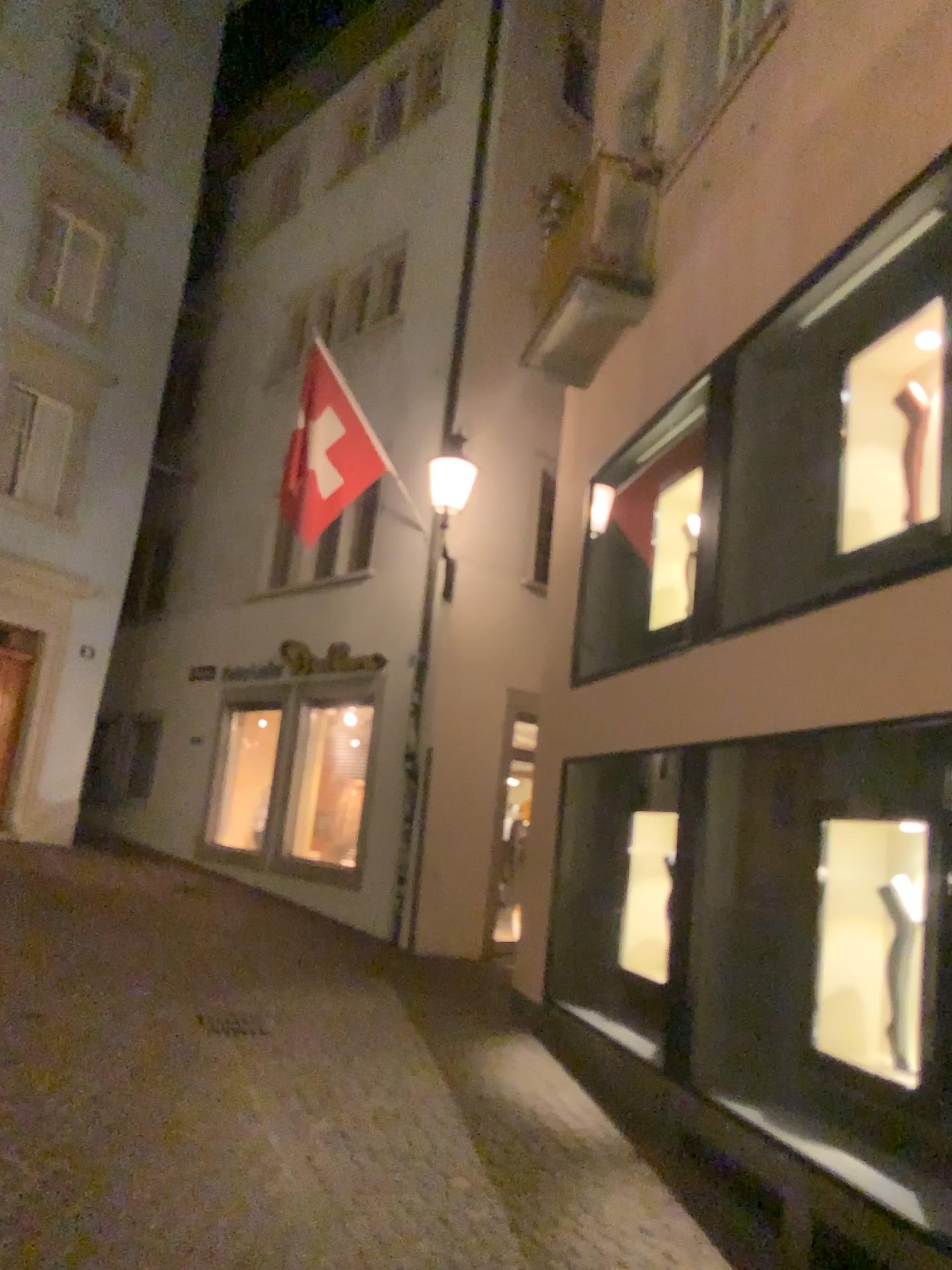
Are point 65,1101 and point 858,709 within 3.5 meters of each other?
no
